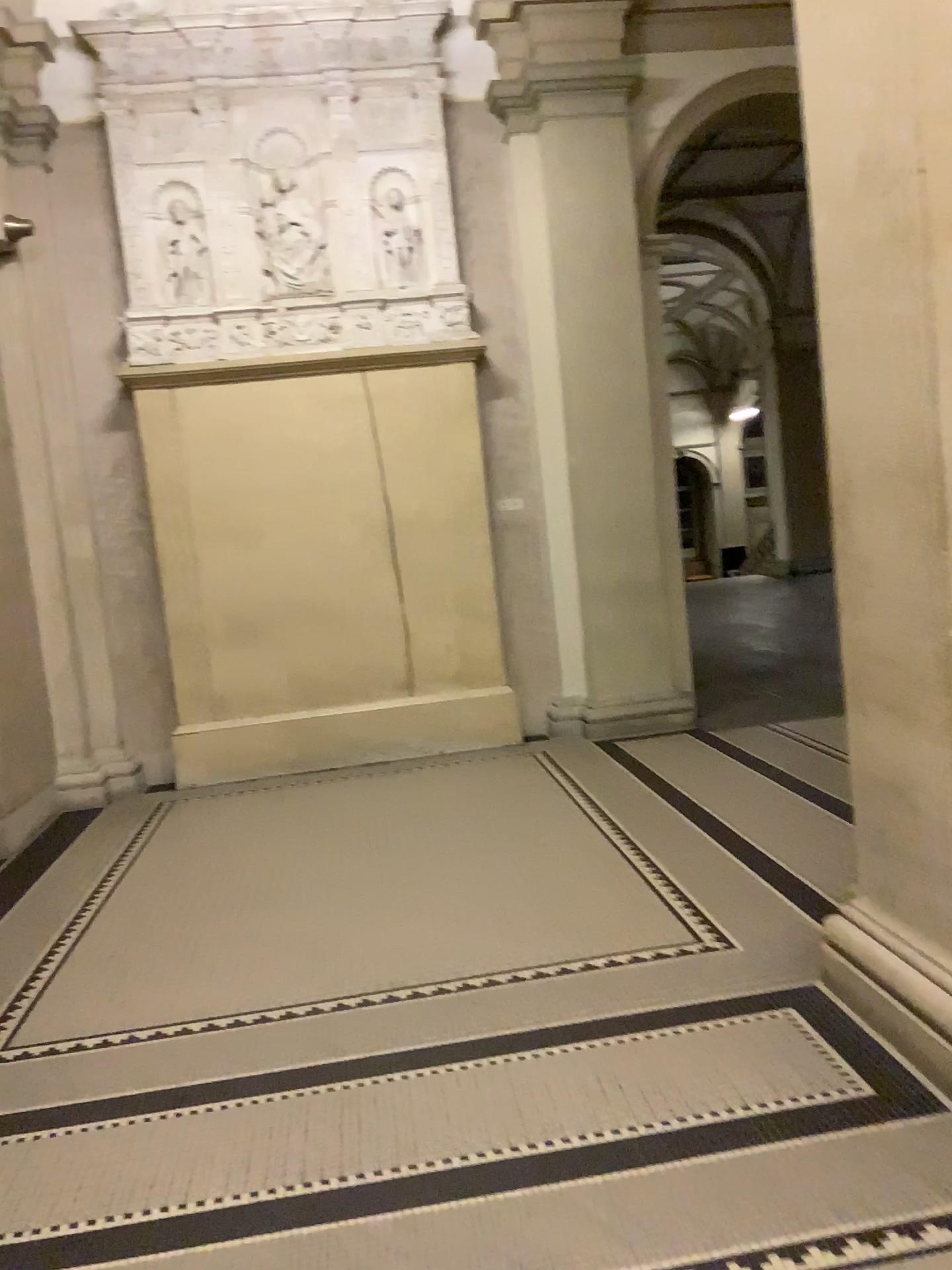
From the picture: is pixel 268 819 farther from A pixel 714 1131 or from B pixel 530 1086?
A pixel 714 1131
